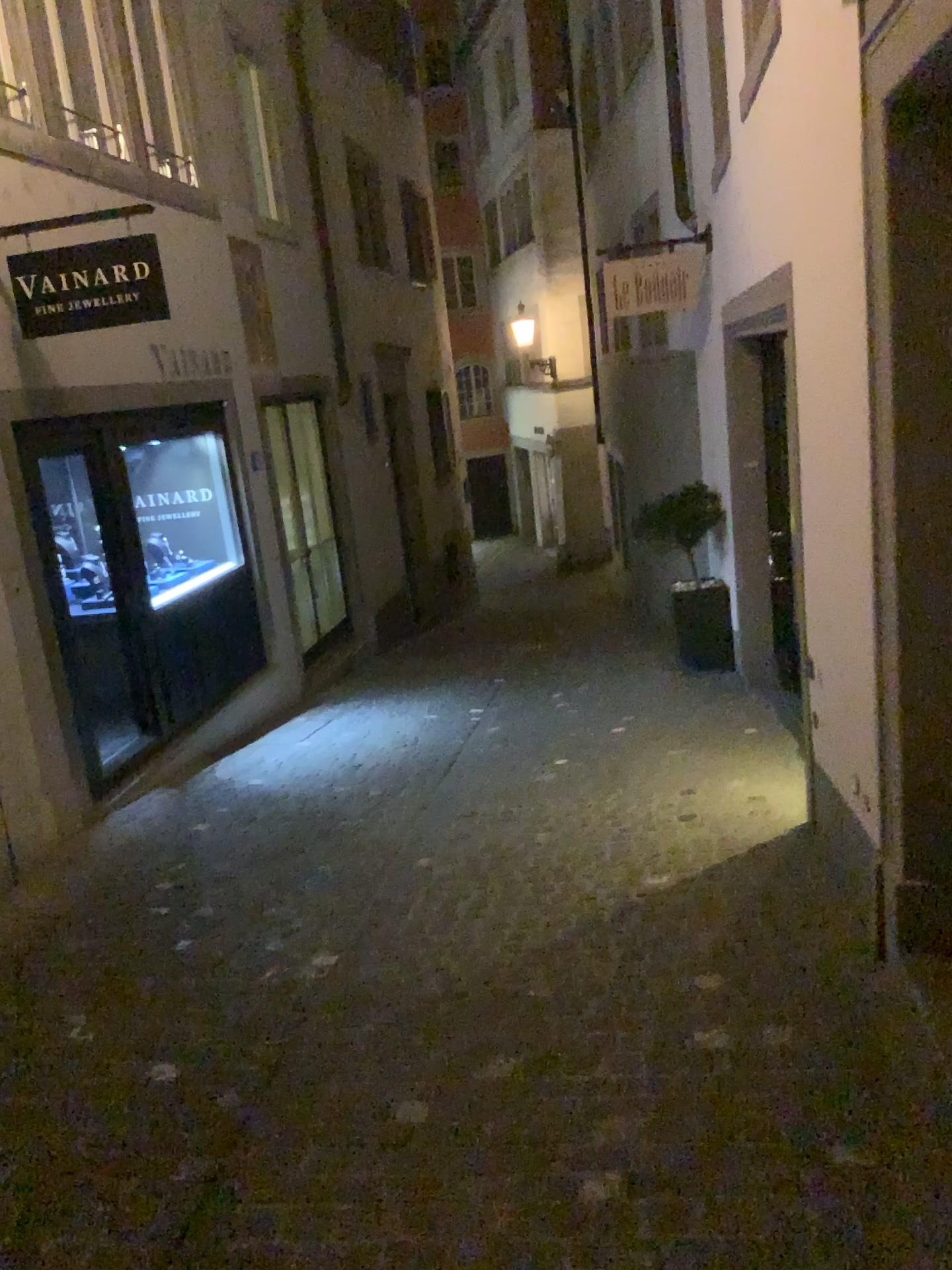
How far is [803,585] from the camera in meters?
3.9
